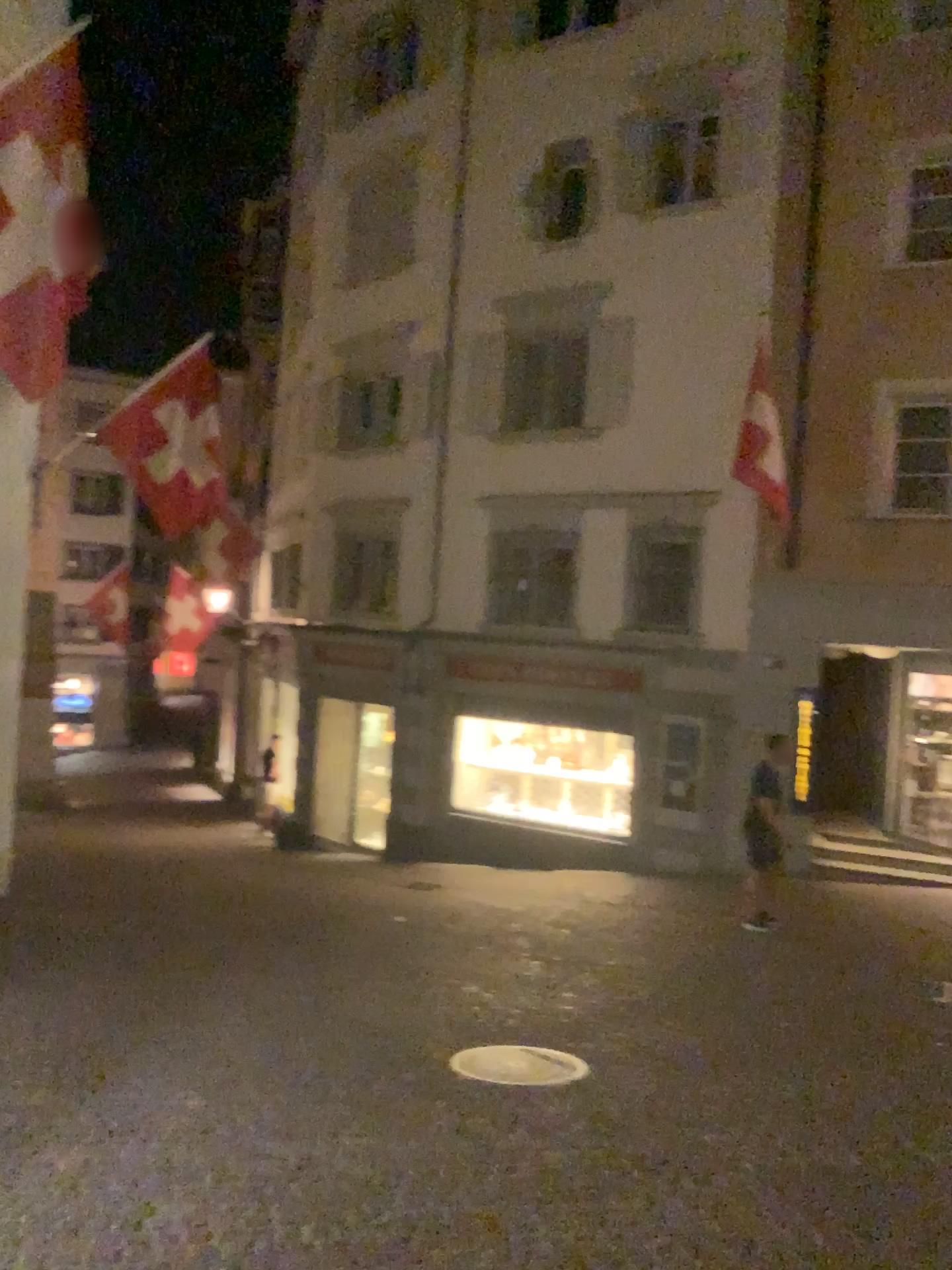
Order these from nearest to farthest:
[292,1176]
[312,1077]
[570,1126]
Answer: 1. [292,1176]
2. [570,1126]
3. [312,1077]
